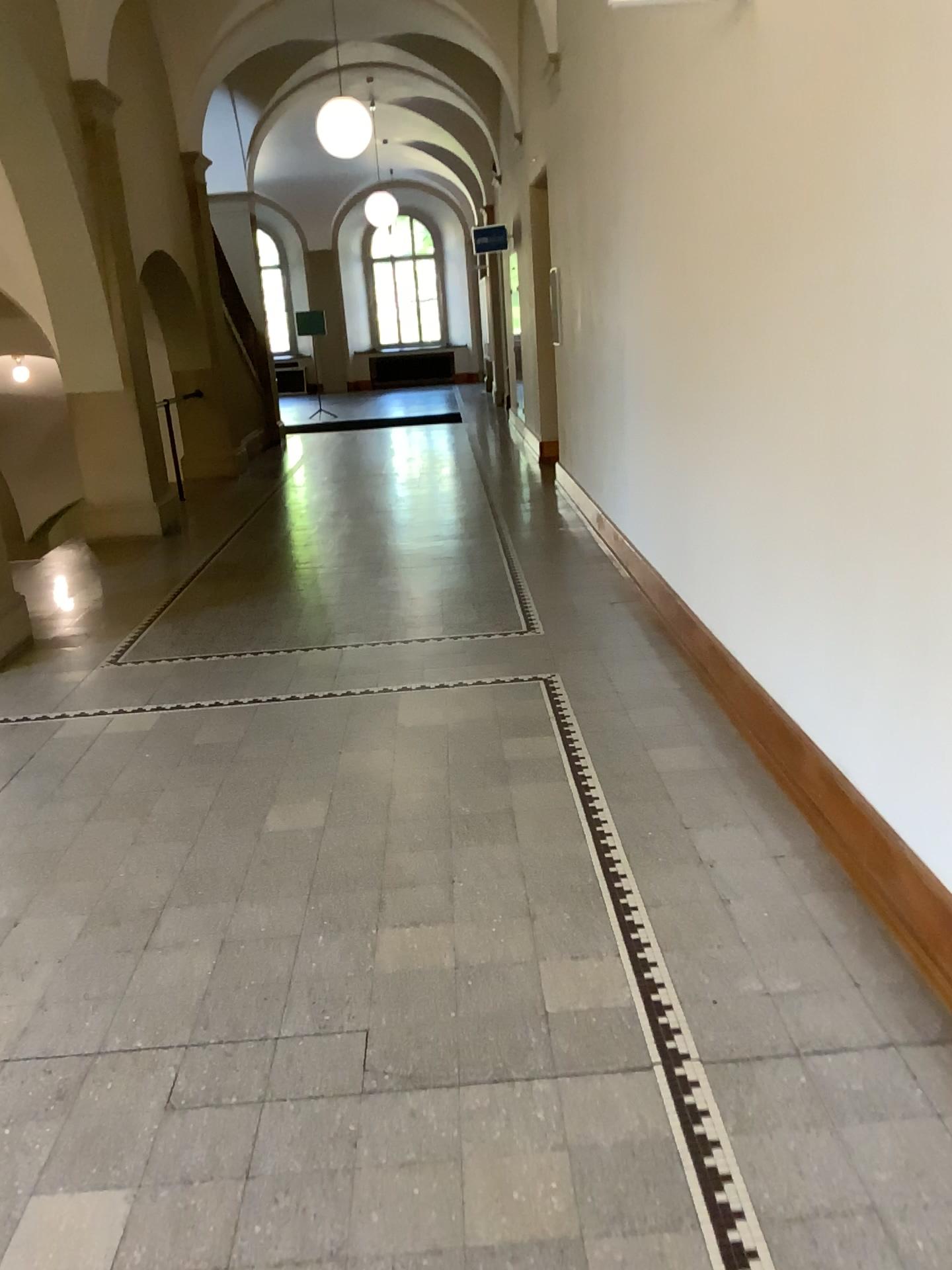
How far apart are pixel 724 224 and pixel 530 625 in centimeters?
221cm
